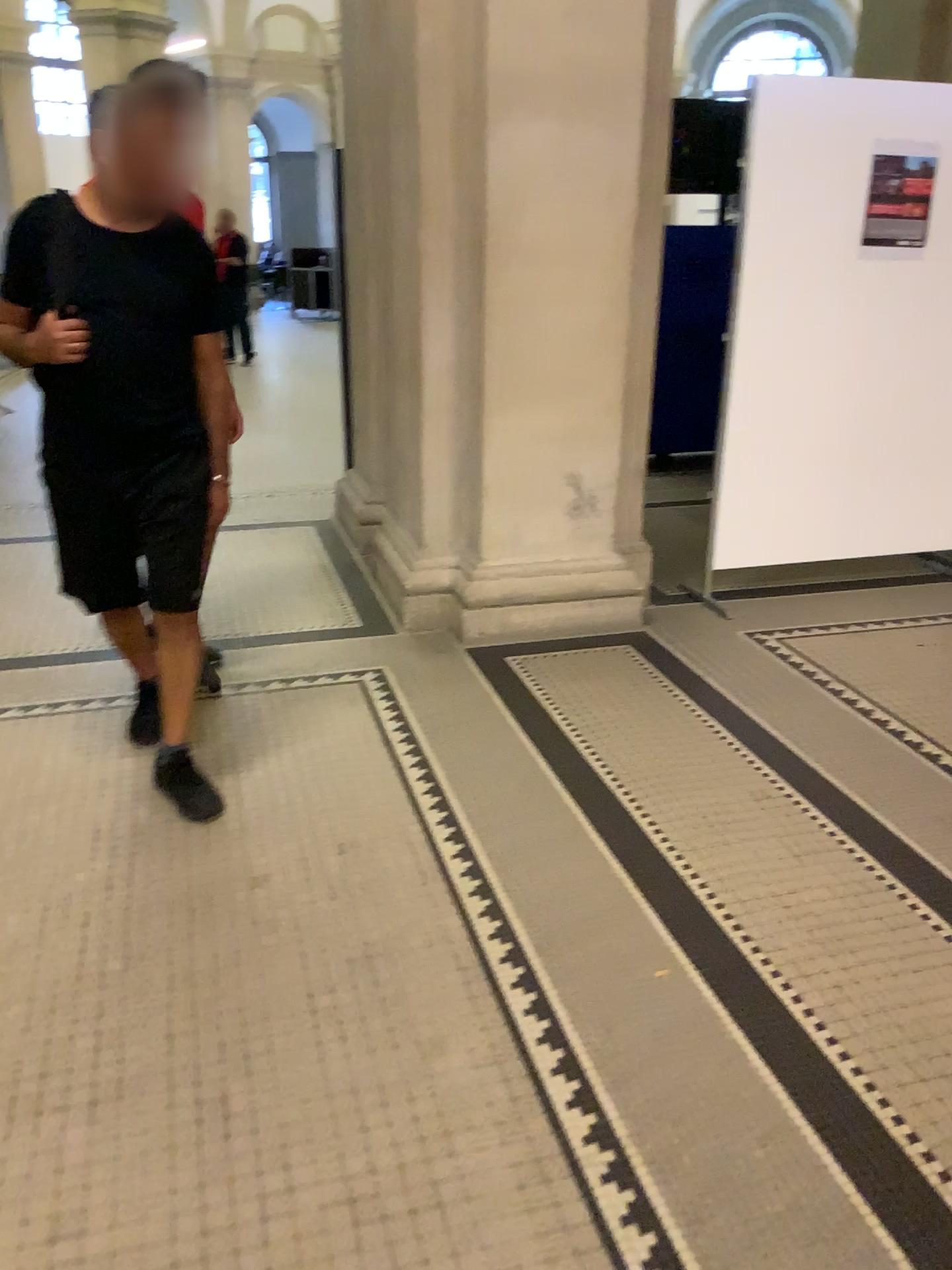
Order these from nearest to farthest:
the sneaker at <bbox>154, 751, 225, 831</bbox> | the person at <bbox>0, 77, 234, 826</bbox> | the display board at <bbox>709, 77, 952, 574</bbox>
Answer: the person at <bbox>0, 77, 234, 826</bbox>
the sneaker at <bbox>154, 751, 225, 831</bbox>
the display board at <bbox>709, 77, 952, 574</bbox>

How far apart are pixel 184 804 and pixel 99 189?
1.5m

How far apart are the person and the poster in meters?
2.6

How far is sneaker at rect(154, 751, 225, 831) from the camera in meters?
2.7

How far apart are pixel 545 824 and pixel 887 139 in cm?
294

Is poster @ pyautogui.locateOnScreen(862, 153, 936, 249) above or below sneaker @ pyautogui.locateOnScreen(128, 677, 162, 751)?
above

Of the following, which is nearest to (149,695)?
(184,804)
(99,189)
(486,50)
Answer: (184,804)

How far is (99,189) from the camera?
2.4 meters

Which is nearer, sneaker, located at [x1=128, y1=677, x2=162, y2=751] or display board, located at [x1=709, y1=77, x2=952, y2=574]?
sneaker, located at [x1=128, y1=677, x2=162, y2=751]

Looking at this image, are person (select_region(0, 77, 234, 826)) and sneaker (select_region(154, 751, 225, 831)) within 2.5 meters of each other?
yes
